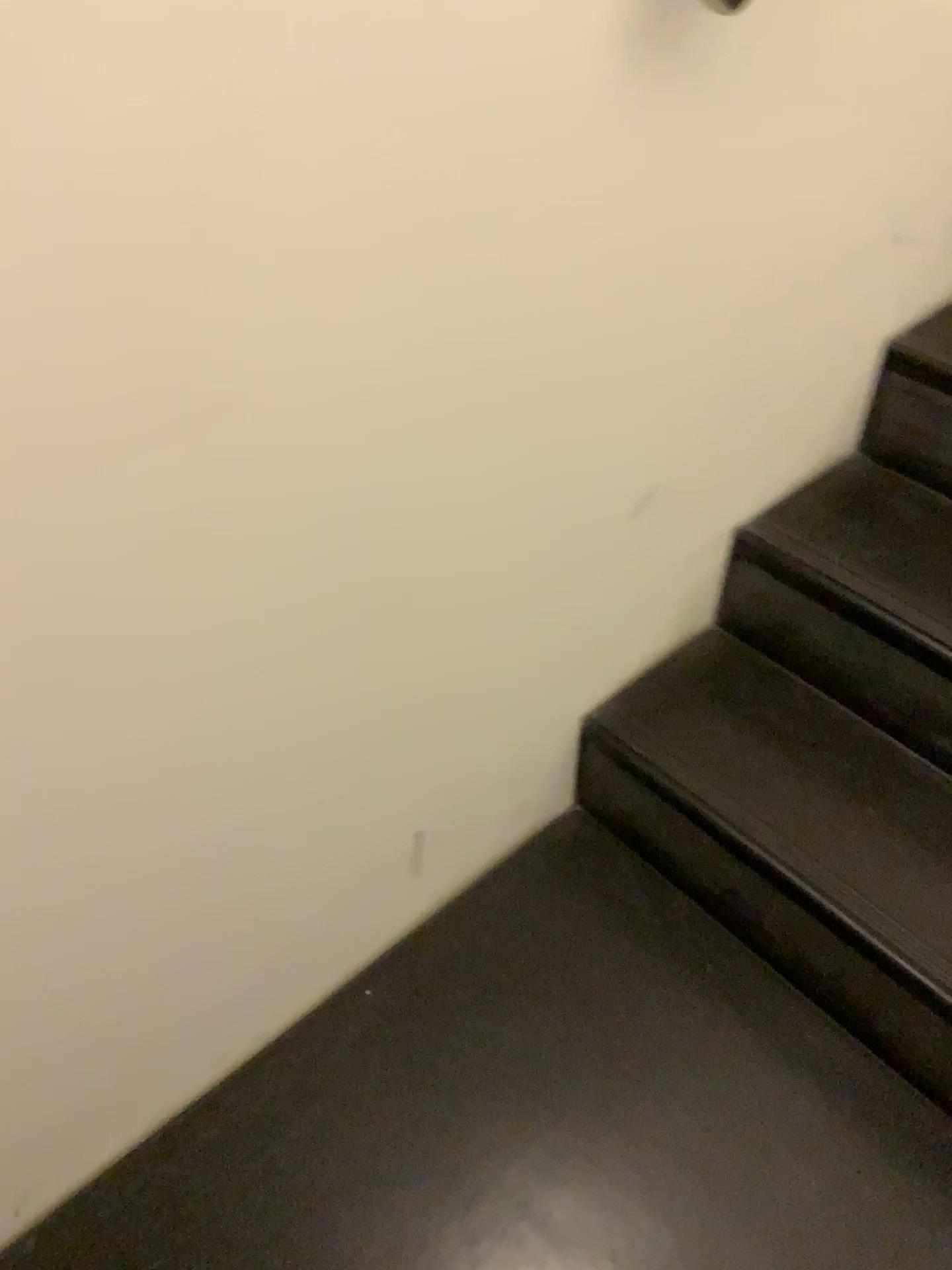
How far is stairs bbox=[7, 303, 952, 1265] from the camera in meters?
1.1 m

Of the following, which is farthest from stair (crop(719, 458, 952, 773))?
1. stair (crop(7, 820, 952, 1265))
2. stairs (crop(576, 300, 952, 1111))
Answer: stair (crop(7, 820, 952, 1265))

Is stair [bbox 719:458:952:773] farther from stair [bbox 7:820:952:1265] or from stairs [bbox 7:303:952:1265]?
stair [bbox 7:820:952:1265]

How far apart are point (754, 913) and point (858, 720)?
0.3 meters

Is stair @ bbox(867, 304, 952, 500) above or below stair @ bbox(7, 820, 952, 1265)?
above

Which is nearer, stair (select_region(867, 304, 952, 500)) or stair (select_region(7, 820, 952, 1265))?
stair (select_region(7, 820, 952, 1265))

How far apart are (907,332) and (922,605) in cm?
40

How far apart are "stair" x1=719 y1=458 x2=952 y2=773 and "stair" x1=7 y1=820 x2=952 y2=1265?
0.3 meters

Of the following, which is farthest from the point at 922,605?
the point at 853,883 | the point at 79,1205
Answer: the point at 79,1205

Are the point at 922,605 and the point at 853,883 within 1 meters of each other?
yes
